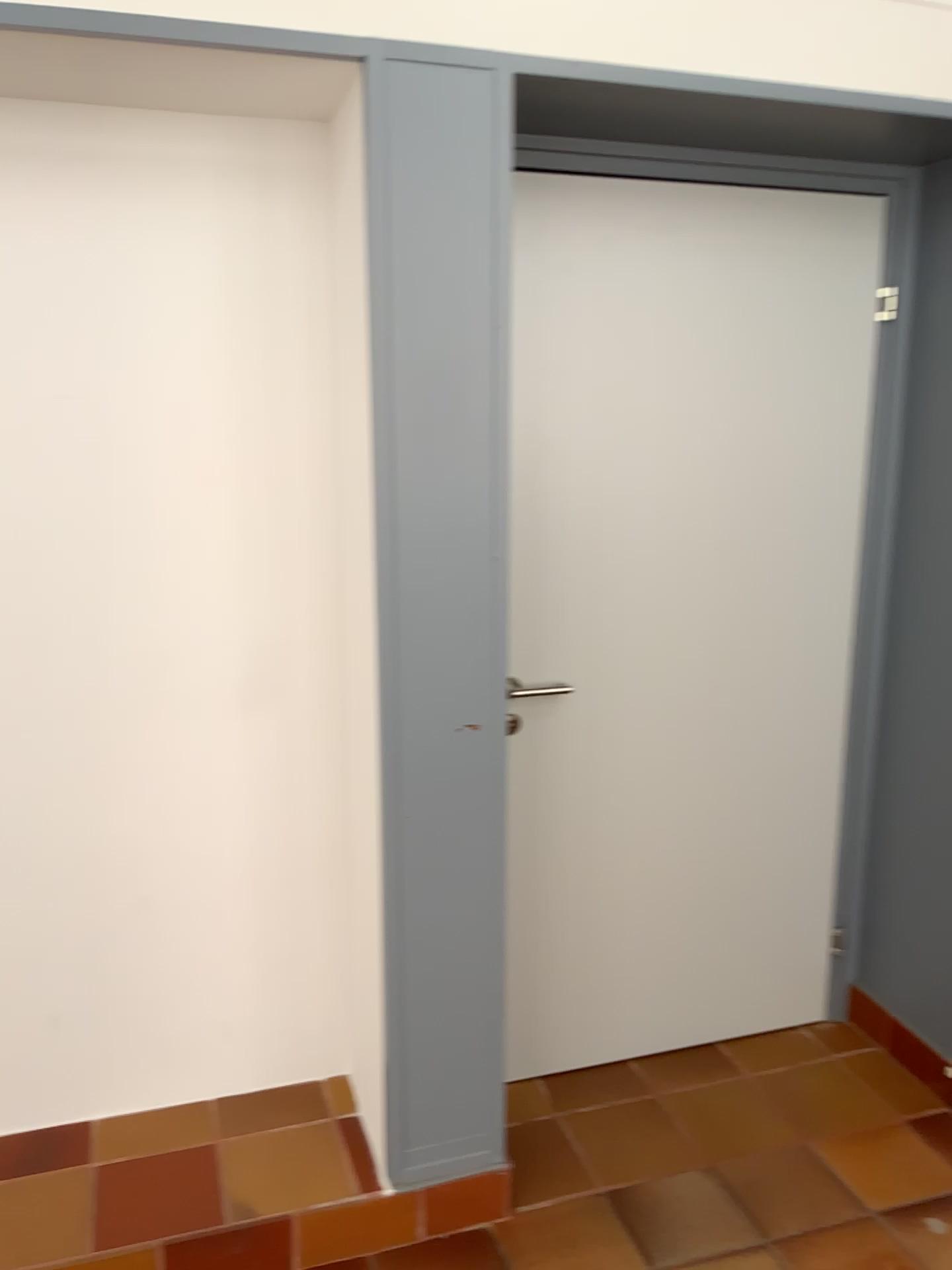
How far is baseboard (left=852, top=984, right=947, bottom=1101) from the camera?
2.5 meters

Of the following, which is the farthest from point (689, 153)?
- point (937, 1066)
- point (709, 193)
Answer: point (937, 1066)

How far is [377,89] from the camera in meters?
1.7

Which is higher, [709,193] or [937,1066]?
[709,193]

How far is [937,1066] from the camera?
2.50m
